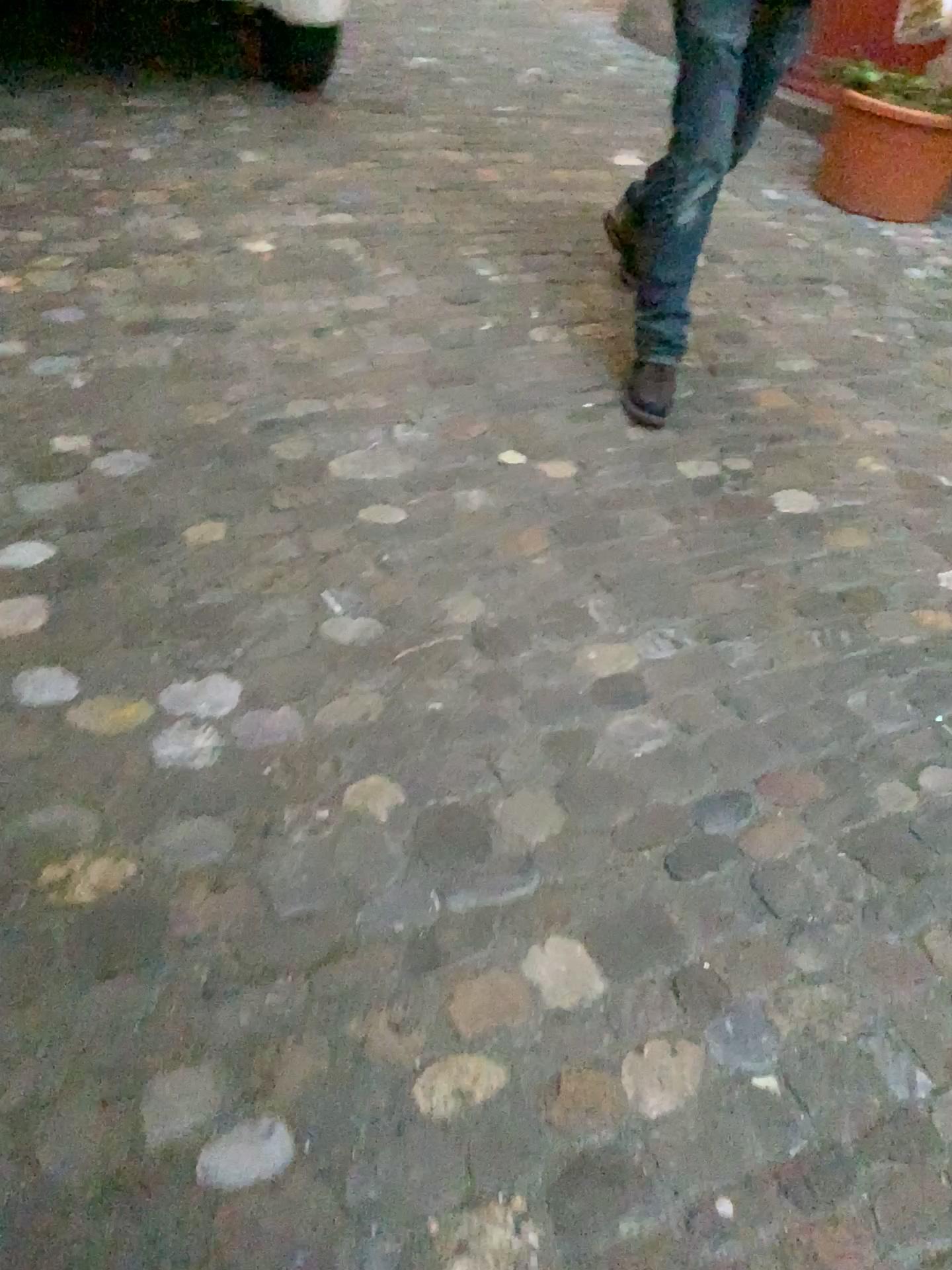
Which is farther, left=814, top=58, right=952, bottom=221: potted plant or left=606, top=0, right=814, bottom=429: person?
left=814, top=58, right=952, bottom=221: potted plant

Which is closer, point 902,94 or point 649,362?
point 649,362

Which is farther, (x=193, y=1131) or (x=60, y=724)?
(x=60, y=724)

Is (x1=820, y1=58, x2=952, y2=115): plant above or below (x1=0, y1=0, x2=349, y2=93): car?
above

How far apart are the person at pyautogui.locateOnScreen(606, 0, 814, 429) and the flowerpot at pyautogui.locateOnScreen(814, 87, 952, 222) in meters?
1.4 m

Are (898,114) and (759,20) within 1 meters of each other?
no

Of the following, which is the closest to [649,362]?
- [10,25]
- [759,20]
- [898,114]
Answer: [759,20]

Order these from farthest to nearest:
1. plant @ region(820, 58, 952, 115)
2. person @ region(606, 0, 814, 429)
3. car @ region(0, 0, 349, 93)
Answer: car @ region(0, 0, 349, 93) < plant @ region(820, 58, 952, 115) < person @ region(606, 0, 814, 429)

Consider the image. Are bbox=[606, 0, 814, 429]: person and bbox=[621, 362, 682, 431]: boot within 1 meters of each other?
yes

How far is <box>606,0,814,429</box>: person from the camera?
2.2m
